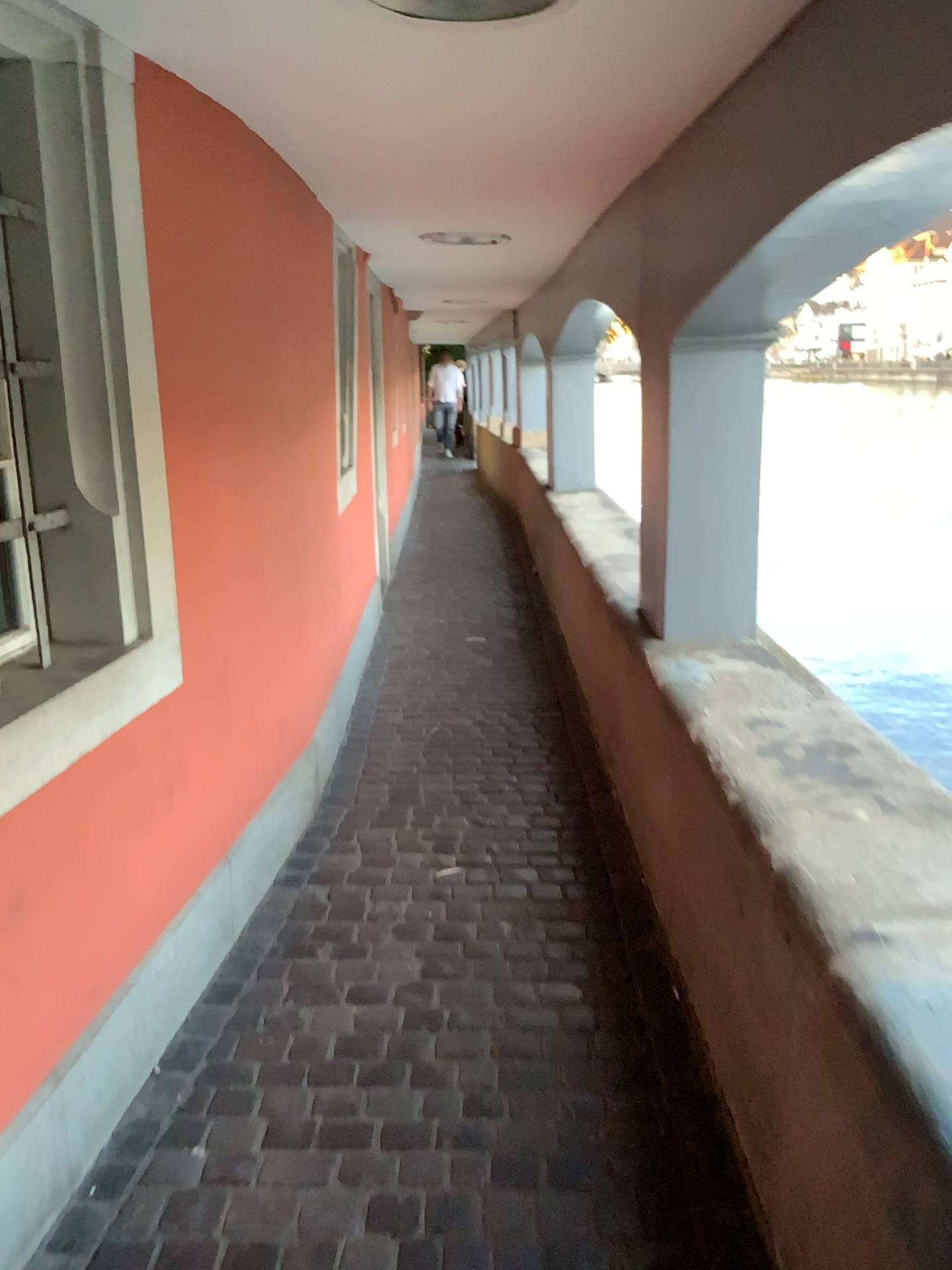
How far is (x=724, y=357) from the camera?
2.96m

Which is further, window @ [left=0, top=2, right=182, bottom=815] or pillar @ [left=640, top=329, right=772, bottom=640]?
pillar @ [left=640, top=329, right=772, bottom=640]

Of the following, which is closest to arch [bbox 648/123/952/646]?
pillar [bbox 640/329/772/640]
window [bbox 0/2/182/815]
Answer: pillar [bbox 640/329/772/640]

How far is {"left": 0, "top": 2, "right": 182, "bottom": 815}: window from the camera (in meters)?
1.87

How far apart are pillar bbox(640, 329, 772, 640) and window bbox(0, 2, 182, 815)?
1.6 meters

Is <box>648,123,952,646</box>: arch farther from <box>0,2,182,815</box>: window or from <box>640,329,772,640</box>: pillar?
<box>0,2,182,815</box>: window

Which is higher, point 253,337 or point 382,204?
point 382,204

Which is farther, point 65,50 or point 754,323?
point 754,323

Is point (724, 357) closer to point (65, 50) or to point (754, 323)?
point (754, 323)
